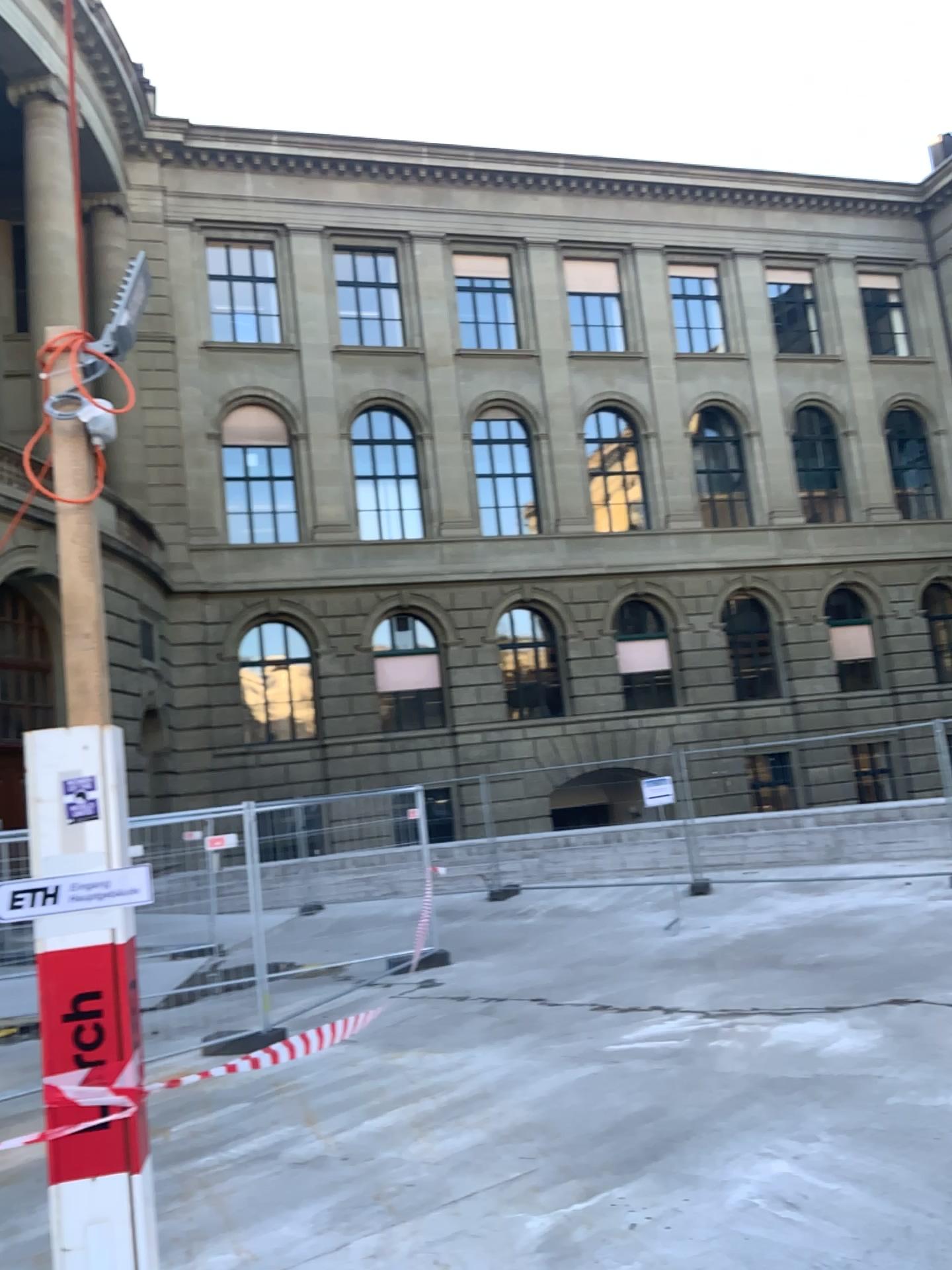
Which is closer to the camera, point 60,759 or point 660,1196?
point 60,759
